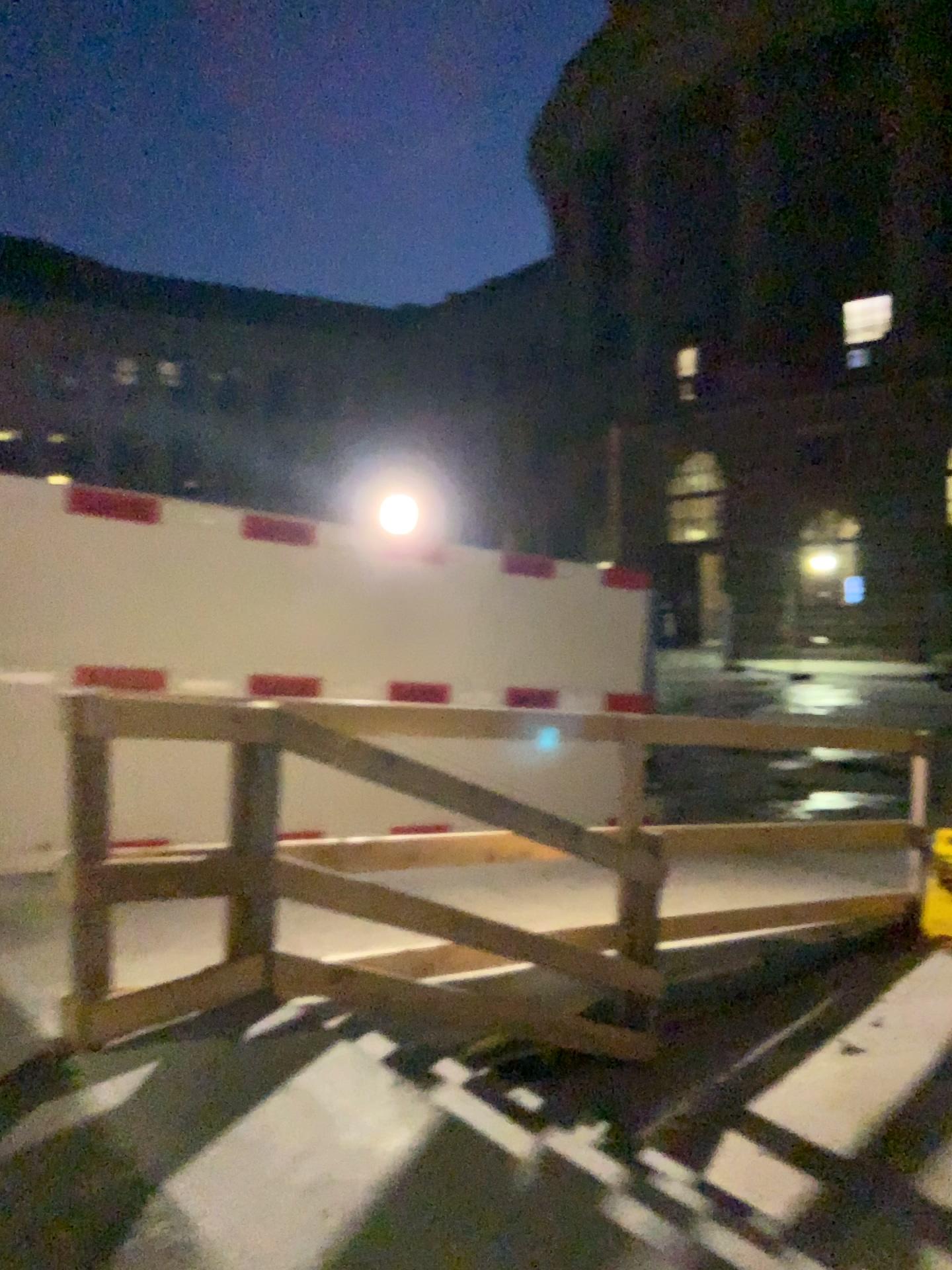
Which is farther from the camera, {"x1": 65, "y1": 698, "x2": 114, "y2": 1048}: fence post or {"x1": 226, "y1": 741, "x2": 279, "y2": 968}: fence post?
{"x1": 226, "y1": 741, "x2": 279, "y2": 968}: fence post

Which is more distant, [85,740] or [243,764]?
[243,764]

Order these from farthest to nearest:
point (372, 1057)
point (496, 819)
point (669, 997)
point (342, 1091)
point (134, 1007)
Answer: point (669, 997)
point (496, 819)
point (134, 1007)
point (372, 1057)
point (342, 1091)
